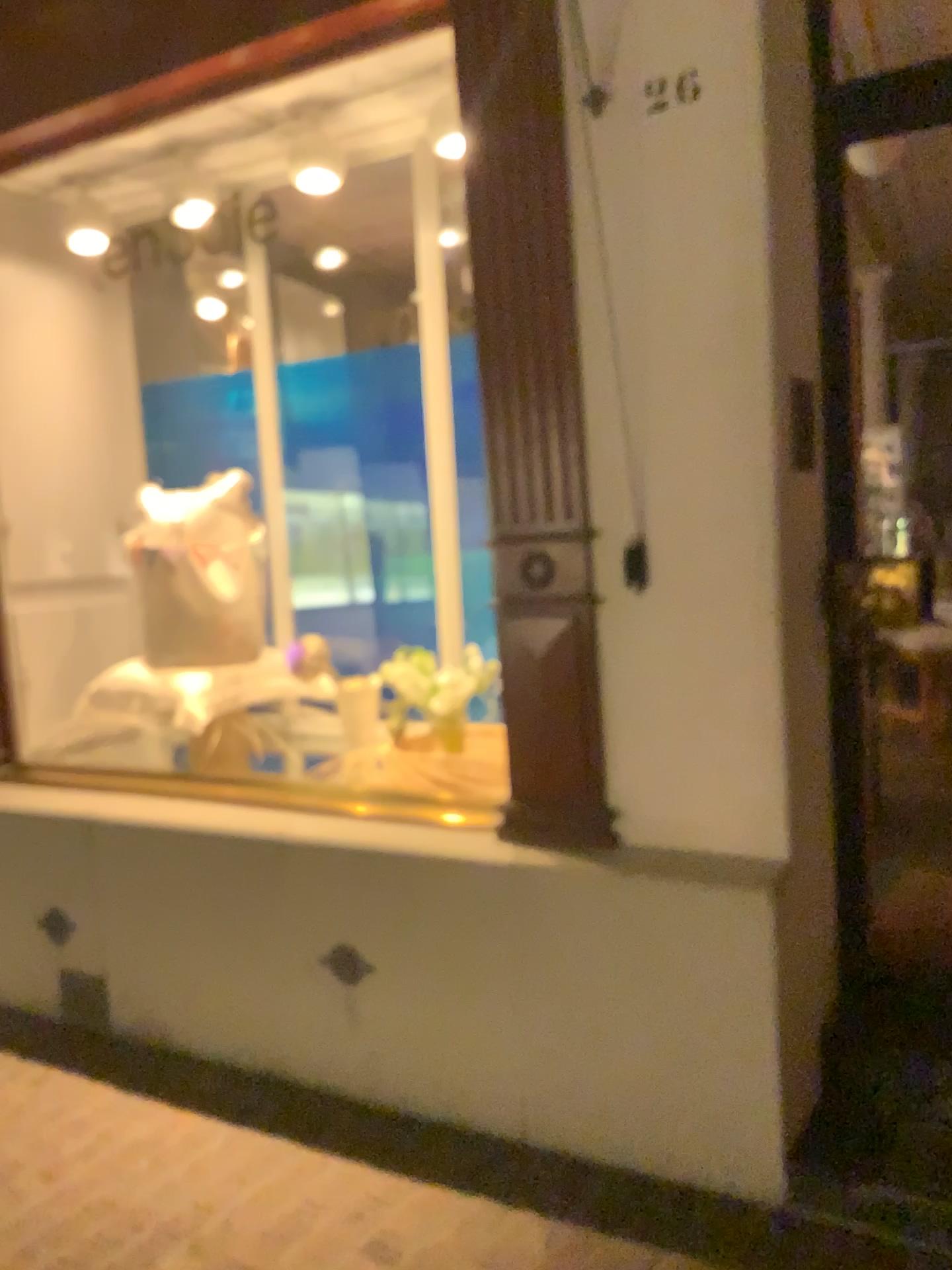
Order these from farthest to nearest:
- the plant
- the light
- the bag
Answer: the bag
the plant
the light

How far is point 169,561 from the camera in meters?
3.6 m

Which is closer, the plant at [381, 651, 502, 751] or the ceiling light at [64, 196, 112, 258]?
the plant at [381, 651, 502, 751]

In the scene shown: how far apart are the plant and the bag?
0.5m

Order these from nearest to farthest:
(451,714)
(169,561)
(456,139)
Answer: (456,139) < (451,714) < (169,561)

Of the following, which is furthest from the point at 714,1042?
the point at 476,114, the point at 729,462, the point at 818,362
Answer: the point at 476,114

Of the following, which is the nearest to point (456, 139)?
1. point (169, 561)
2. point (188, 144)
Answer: point (188, 144)

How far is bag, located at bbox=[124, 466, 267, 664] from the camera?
3.6m

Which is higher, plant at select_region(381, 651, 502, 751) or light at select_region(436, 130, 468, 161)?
light at select_region(436, 130, 468, 161)

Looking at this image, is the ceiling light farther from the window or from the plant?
the plant
